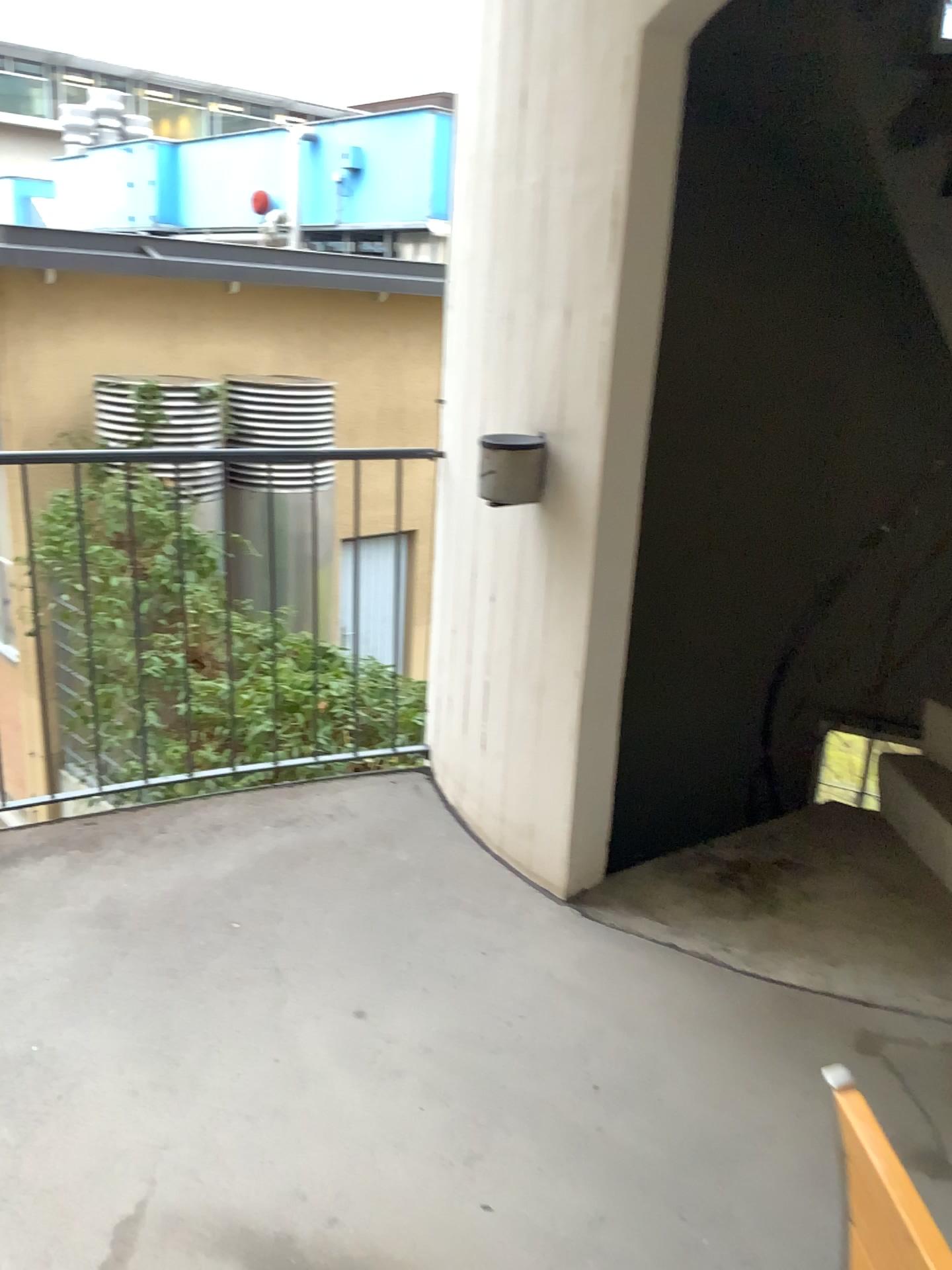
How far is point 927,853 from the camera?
3.00m

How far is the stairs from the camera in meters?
3.0

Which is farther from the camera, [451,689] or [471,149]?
[451,689]
